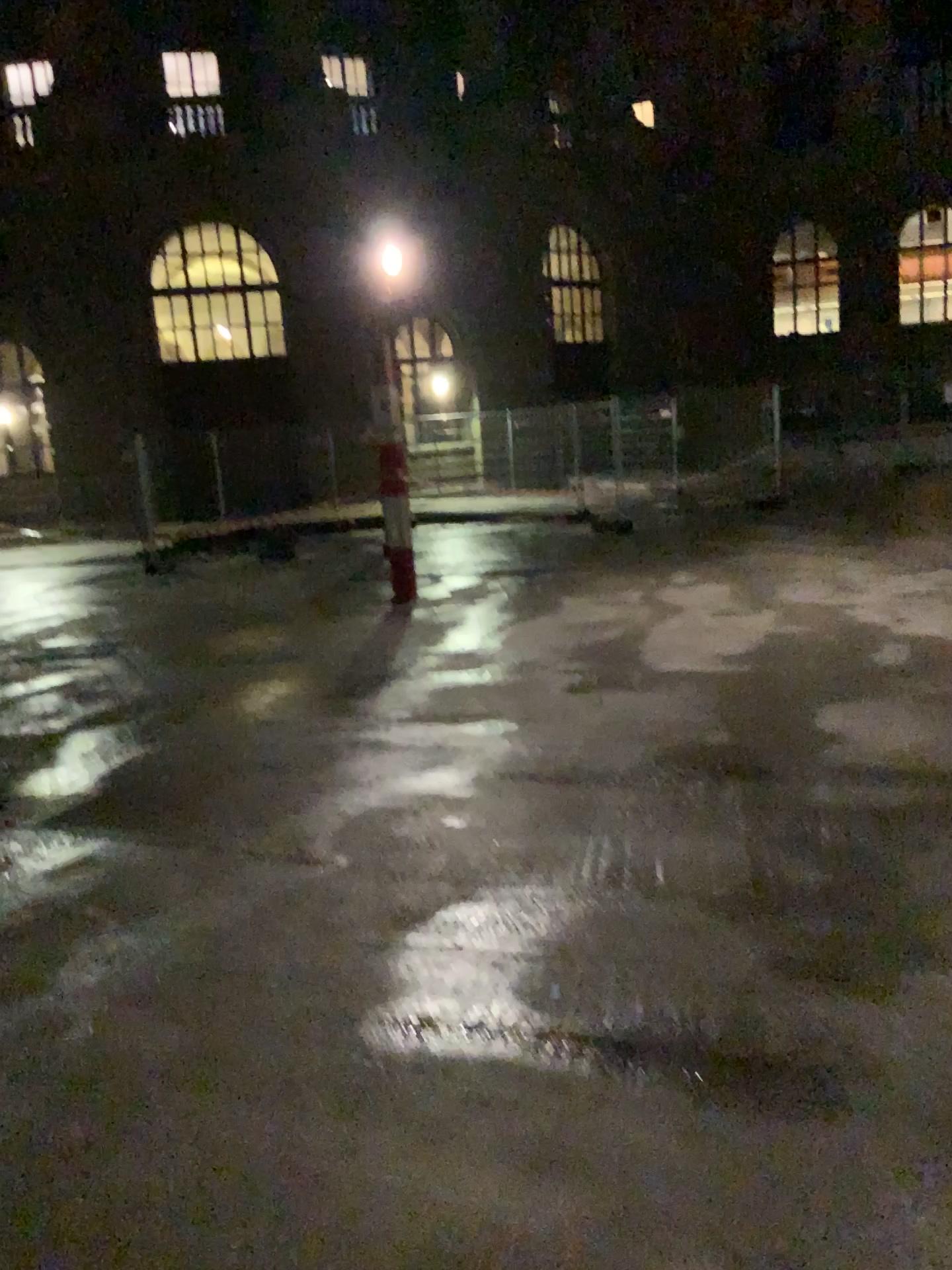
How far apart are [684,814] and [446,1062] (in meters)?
1.76
